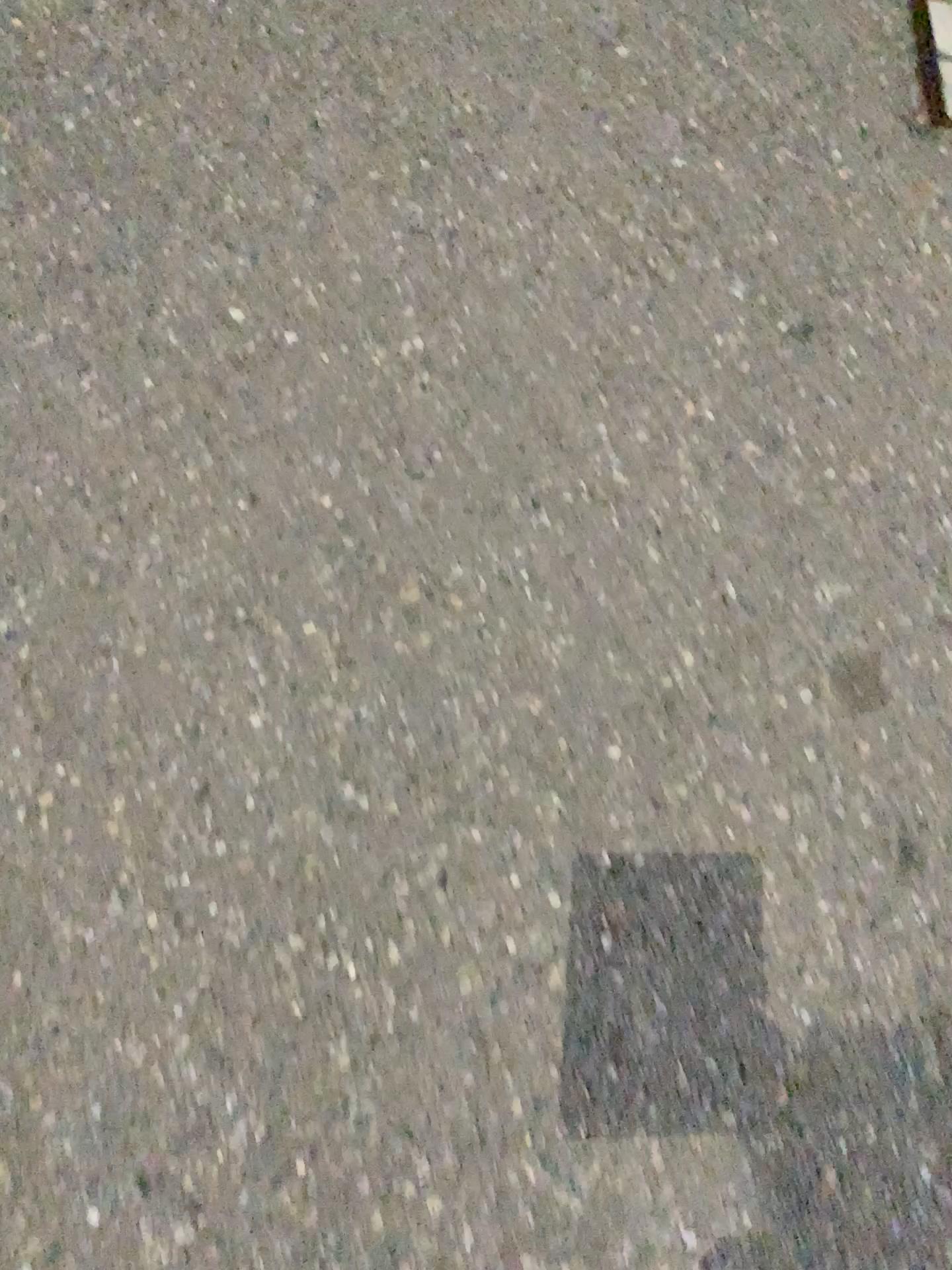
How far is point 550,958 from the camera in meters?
1.1 m
